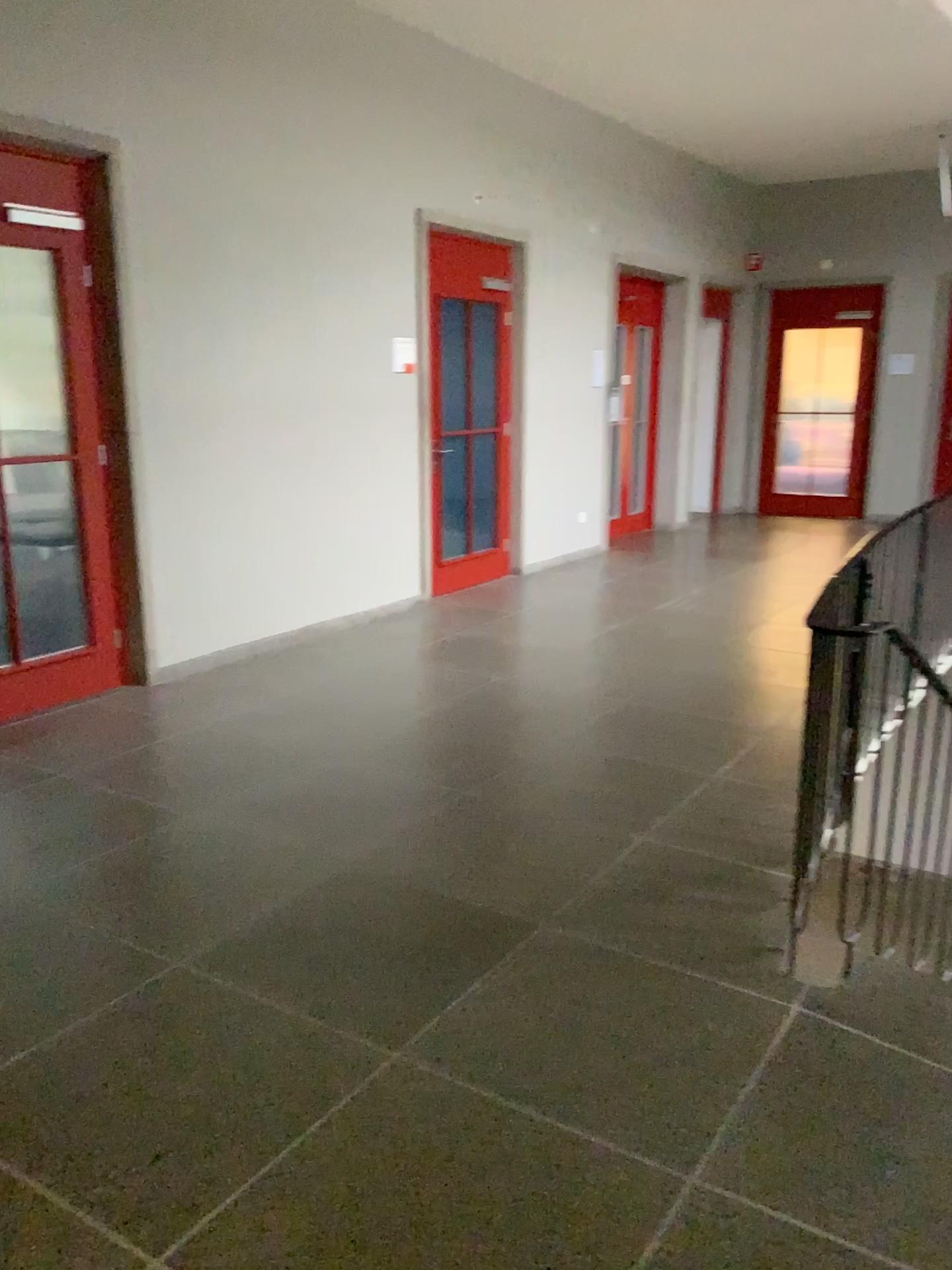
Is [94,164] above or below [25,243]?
above

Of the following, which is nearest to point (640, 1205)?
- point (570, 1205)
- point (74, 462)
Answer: point (570, 1205)
